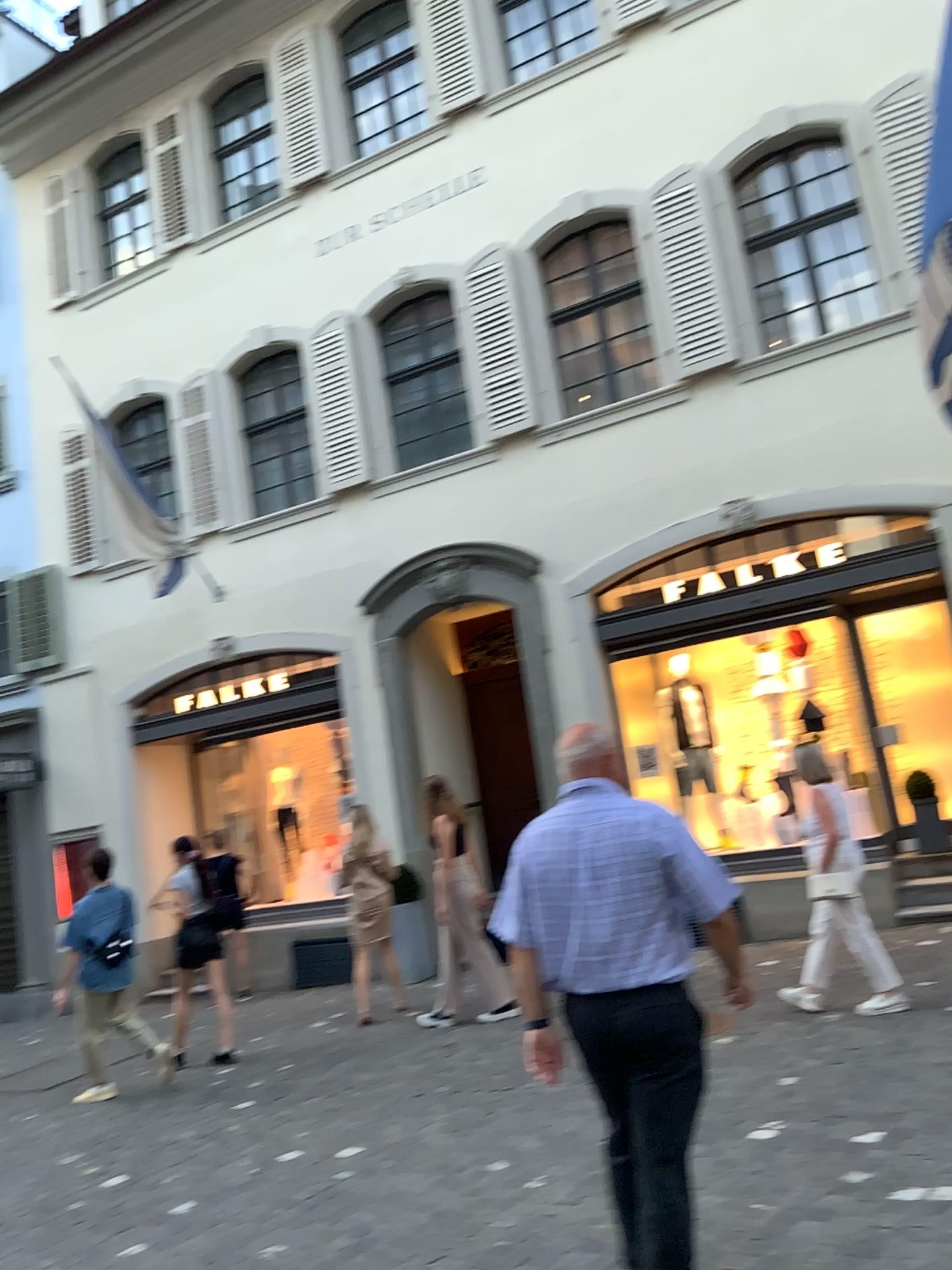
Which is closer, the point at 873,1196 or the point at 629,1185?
the point at 629,1185

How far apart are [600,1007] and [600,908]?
0.3m

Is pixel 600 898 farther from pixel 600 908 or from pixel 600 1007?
pixel 600 1007

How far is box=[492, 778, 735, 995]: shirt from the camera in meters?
2.9

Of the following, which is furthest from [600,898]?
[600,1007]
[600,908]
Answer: [600,1007]

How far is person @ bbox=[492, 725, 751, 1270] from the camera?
2.9m

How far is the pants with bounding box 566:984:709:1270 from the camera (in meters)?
2.86
